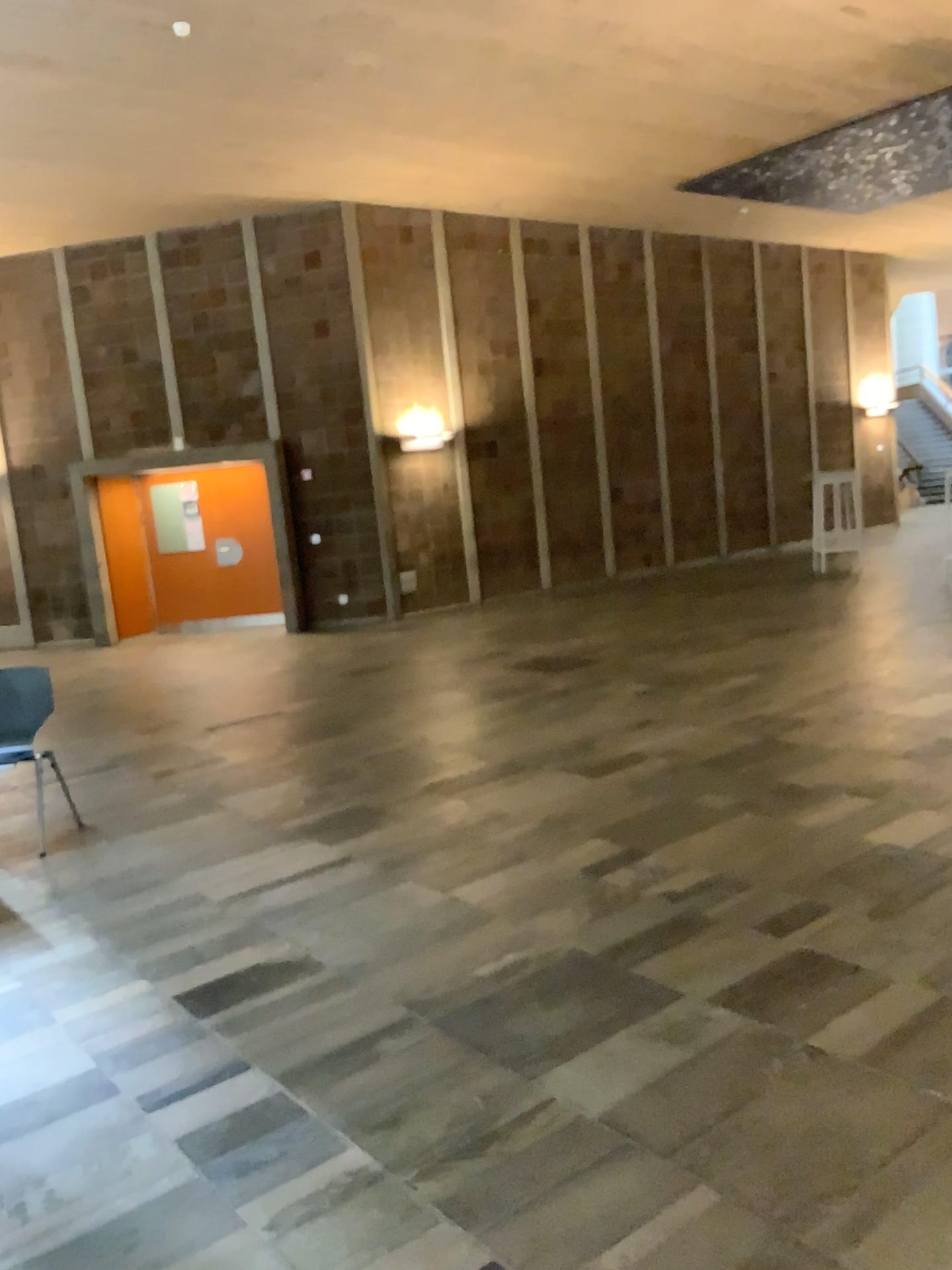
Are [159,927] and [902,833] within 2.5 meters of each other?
no
